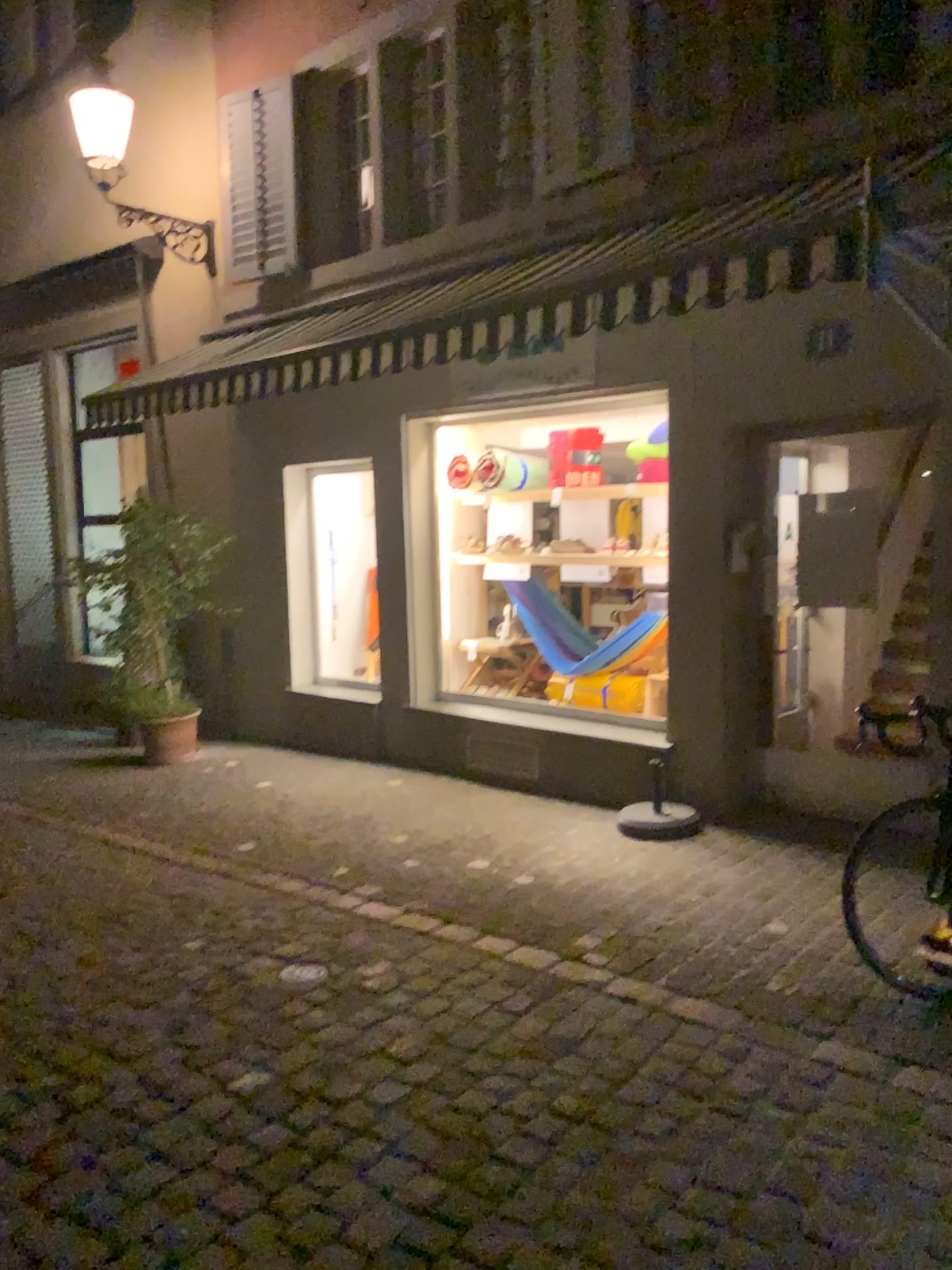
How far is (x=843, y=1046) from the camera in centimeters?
332cm
